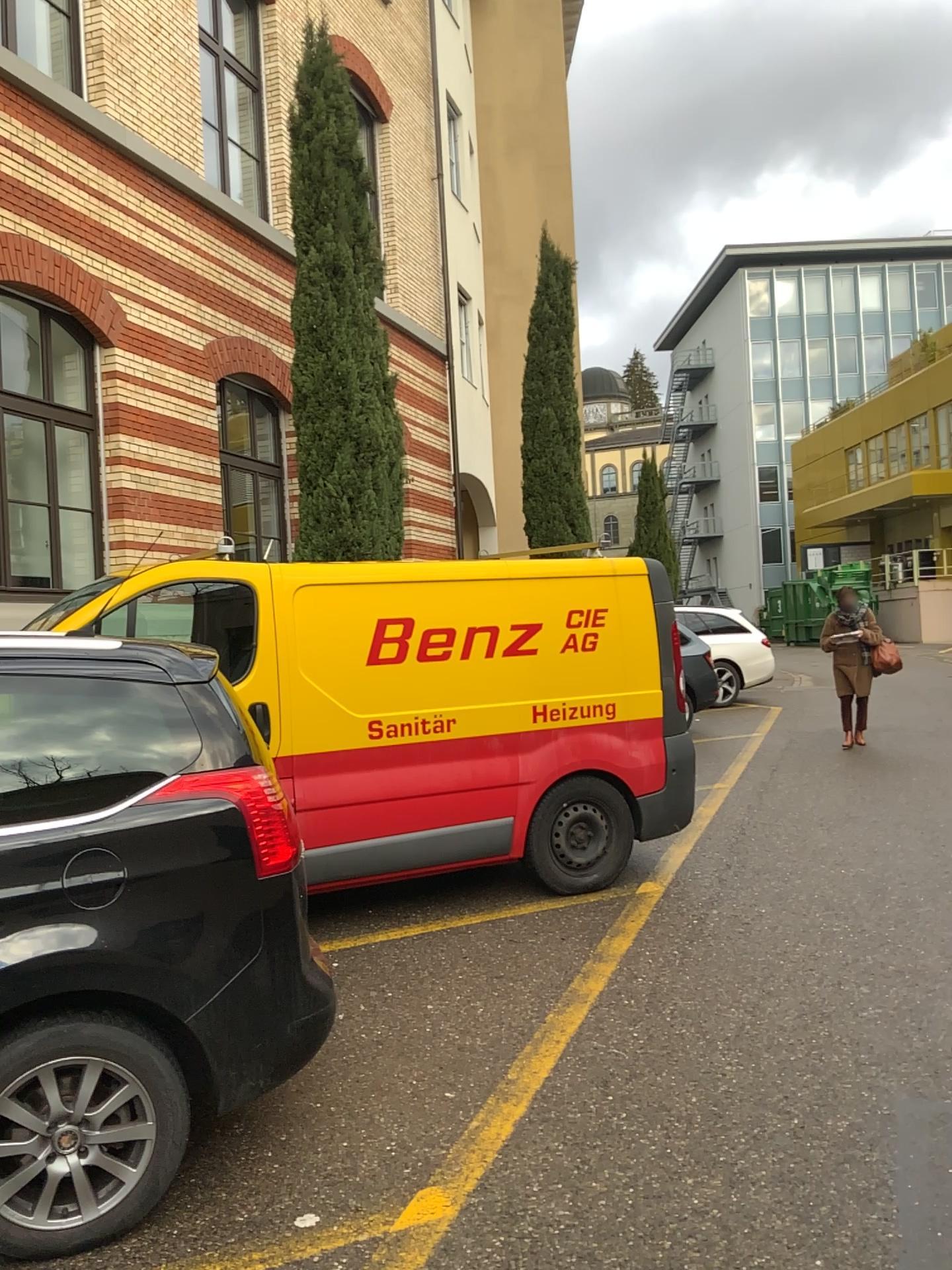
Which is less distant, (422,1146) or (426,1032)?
(422,1146)
